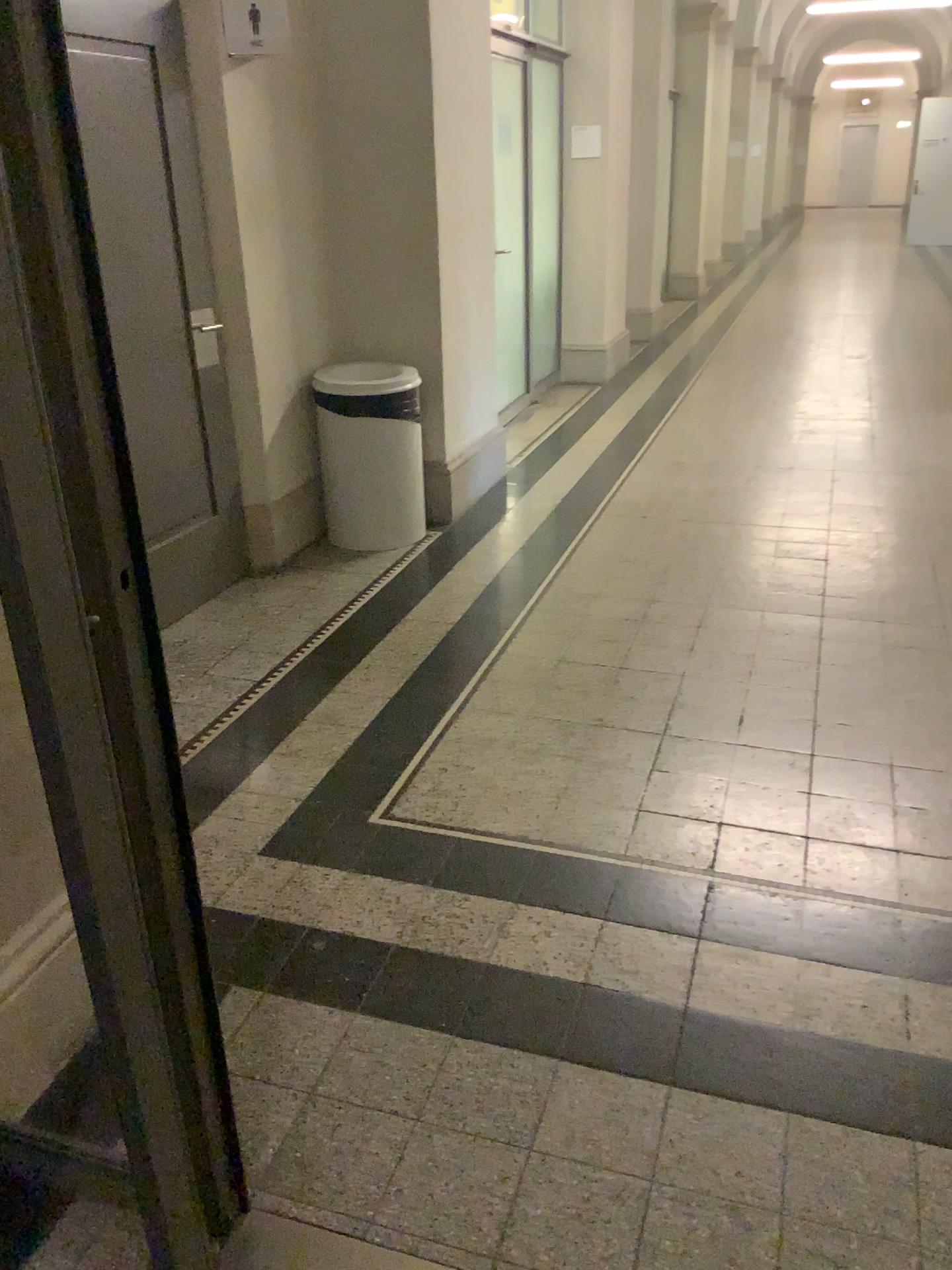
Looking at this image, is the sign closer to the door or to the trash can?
the door

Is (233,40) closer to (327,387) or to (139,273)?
(139,273)

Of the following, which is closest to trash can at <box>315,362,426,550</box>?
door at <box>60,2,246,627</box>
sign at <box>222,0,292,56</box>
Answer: door at <box>60,2,246,627</box>

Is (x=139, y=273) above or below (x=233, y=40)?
below

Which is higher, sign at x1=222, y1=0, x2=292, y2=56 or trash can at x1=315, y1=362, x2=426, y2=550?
sign at x1=222, y1=0, x2=292, y2=56

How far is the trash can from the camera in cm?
432

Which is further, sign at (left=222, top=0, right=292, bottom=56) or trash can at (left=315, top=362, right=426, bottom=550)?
trash can at (left=315, top=362, right=426, bottom=550)

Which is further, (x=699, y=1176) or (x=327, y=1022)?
(x=327, y=1022)

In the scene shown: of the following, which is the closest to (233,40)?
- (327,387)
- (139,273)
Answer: (139,273)
